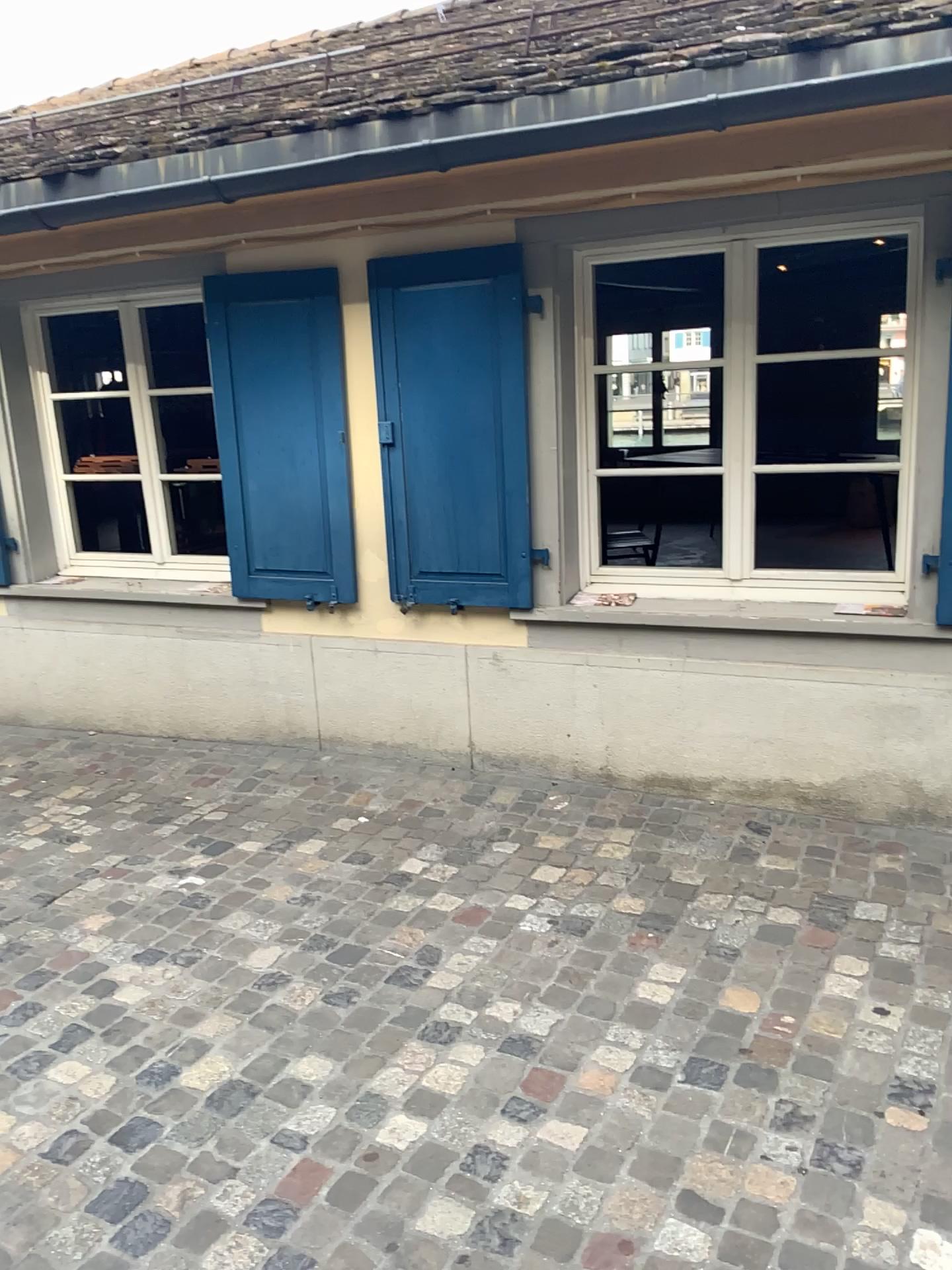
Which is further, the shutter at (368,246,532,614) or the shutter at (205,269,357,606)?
the shutter at (205,269,357,606)

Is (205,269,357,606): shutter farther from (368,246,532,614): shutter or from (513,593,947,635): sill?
(513,593,947,635): sill

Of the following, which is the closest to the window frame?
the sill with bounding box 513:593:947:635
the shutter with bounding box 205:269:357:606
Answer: the sill with bounding box 513:593:947:635

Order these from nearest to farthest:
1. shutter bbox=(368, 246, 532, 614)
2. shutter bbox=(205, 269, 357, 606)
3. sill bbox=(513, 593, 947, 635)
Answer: sill bbox=(513, 593, 947, 635) < shutter bbox=(368, 246, 532, 614) < shutter bbox=(205, 269, 357, 606)

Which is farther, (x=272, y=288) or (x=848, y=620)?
(x=272, y=288)

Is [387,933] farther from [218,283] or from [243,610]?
[218,283]

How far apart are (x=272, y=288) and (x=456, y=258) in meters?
0.8

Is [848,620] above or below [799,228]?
below

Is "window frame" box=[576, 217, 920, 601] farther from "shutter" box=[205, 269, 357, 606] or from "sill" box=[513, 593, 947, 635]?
"shutter" box=[205, 269, 357, 606]

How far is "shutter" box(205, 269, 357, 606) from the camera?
3.9m
